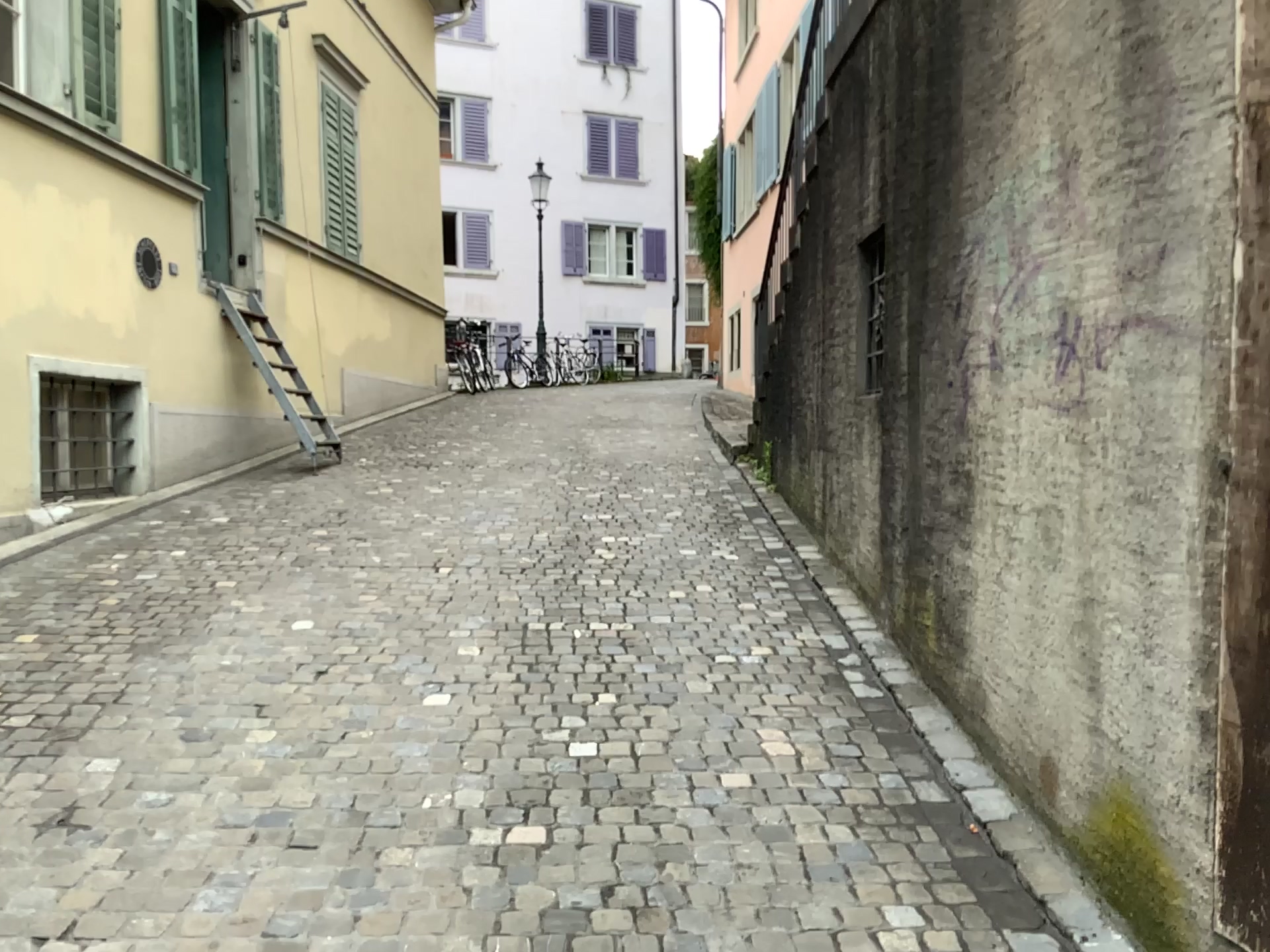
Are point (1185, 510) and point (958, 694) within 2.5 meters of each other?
yes
